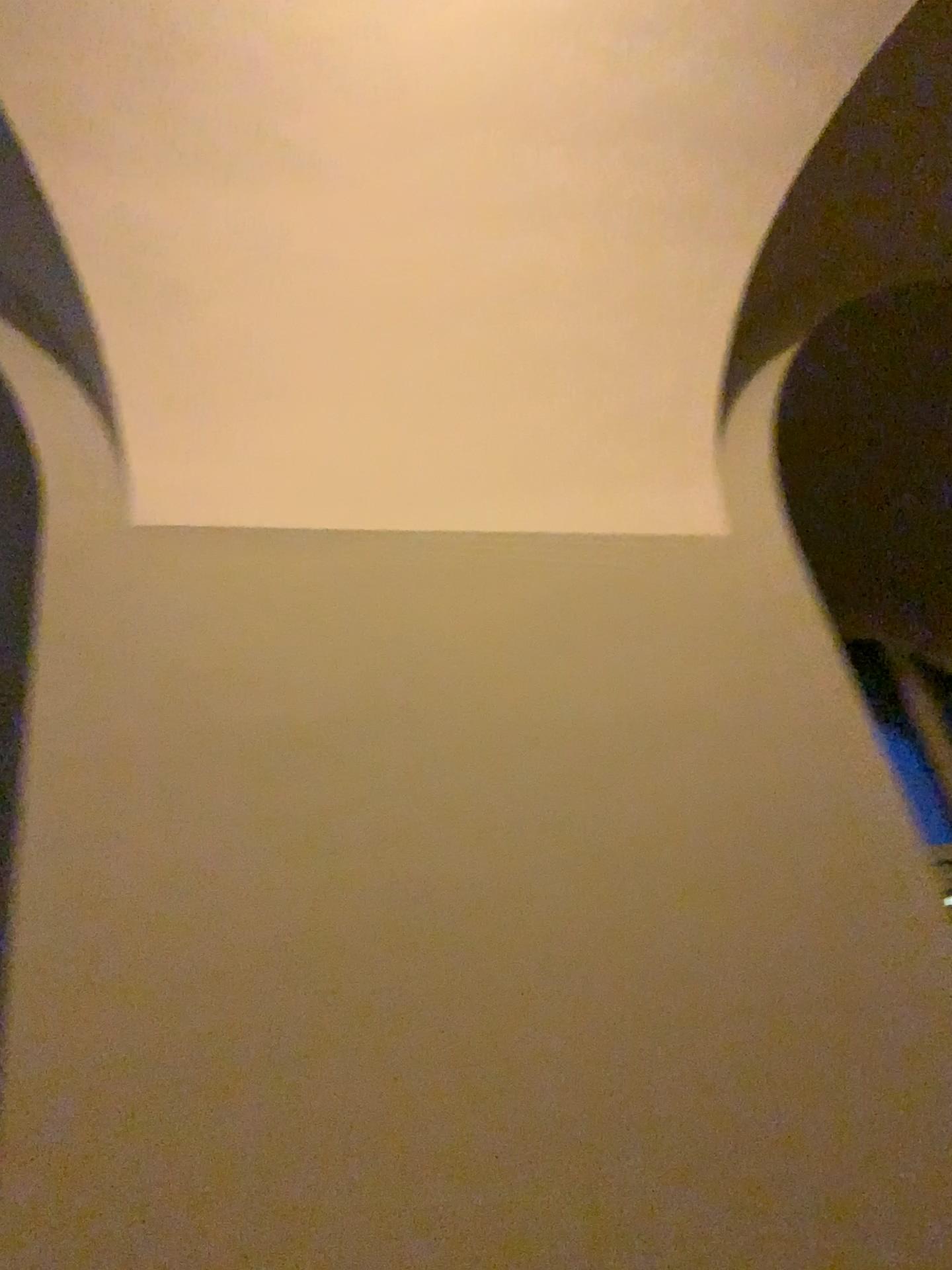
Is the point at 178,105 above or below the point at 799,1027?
above
